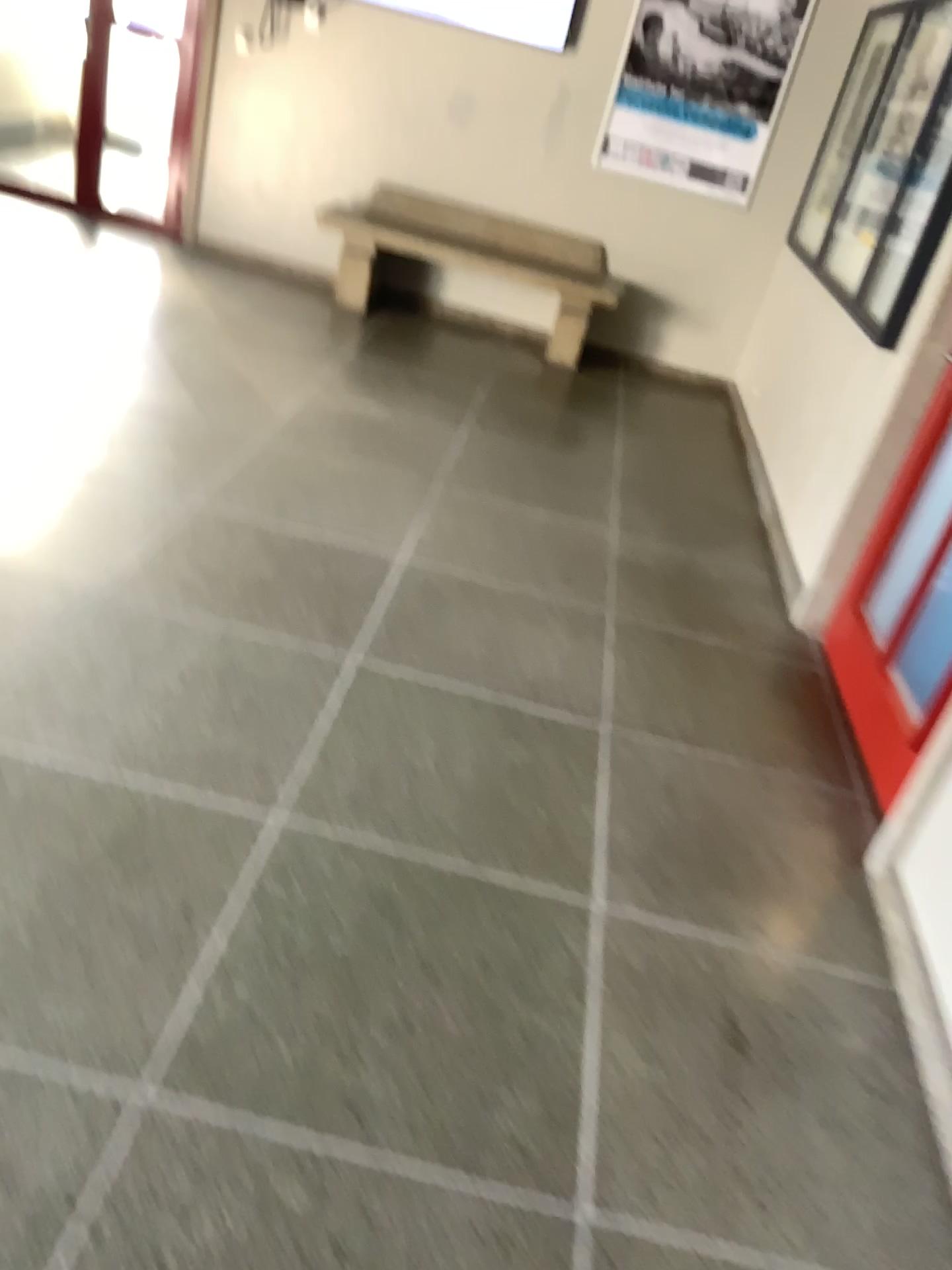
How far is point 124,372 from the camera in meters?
4.4 m
